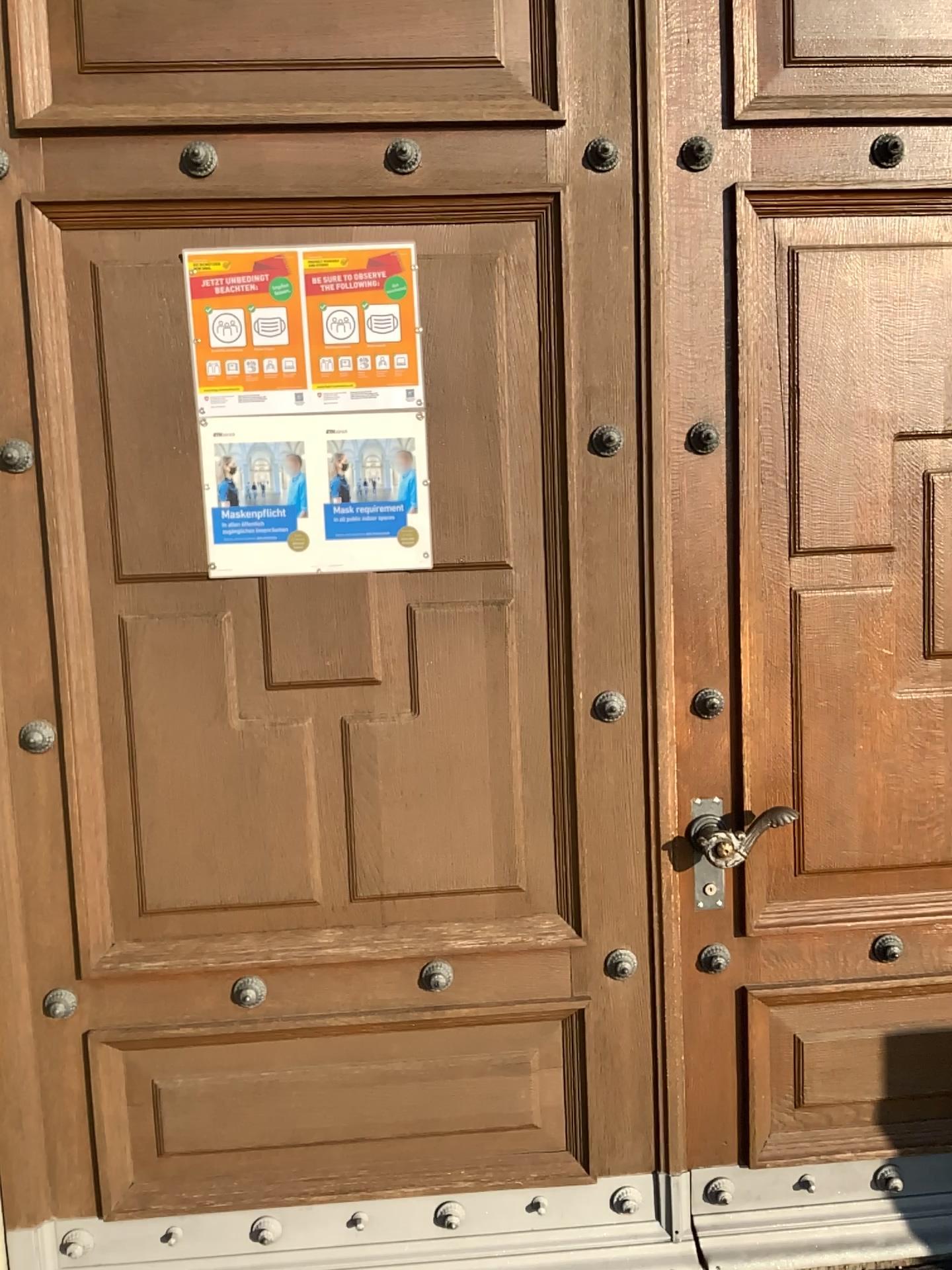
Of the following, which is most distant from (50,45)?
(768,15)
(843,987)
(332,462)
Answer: (843,987)

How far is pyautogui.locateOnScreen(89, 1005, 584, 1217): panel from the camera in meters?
2.1

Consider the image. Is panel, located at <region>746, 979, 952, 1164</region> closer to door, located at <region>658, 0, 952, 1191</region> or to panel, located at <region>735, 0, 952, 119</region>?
door, located at <region>658, 0, 952, 1191</region>

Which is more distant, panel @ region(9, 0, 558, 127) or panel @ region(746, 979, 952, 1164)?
panel @ region(746, 979, 952, 1164)

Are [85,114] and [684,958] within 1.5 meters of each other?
no

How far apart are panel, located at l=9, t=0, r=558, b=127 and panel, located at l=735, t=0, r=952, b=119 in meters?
0.4

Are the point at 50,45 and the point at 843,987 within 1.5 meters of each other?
no

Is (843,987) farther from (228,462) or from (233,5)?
(233,5)

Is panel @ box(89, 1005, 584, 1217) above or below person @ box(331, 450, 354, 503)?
below

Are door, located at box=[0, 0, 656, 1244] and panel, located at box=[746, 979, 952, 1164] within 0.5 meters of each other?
yes
